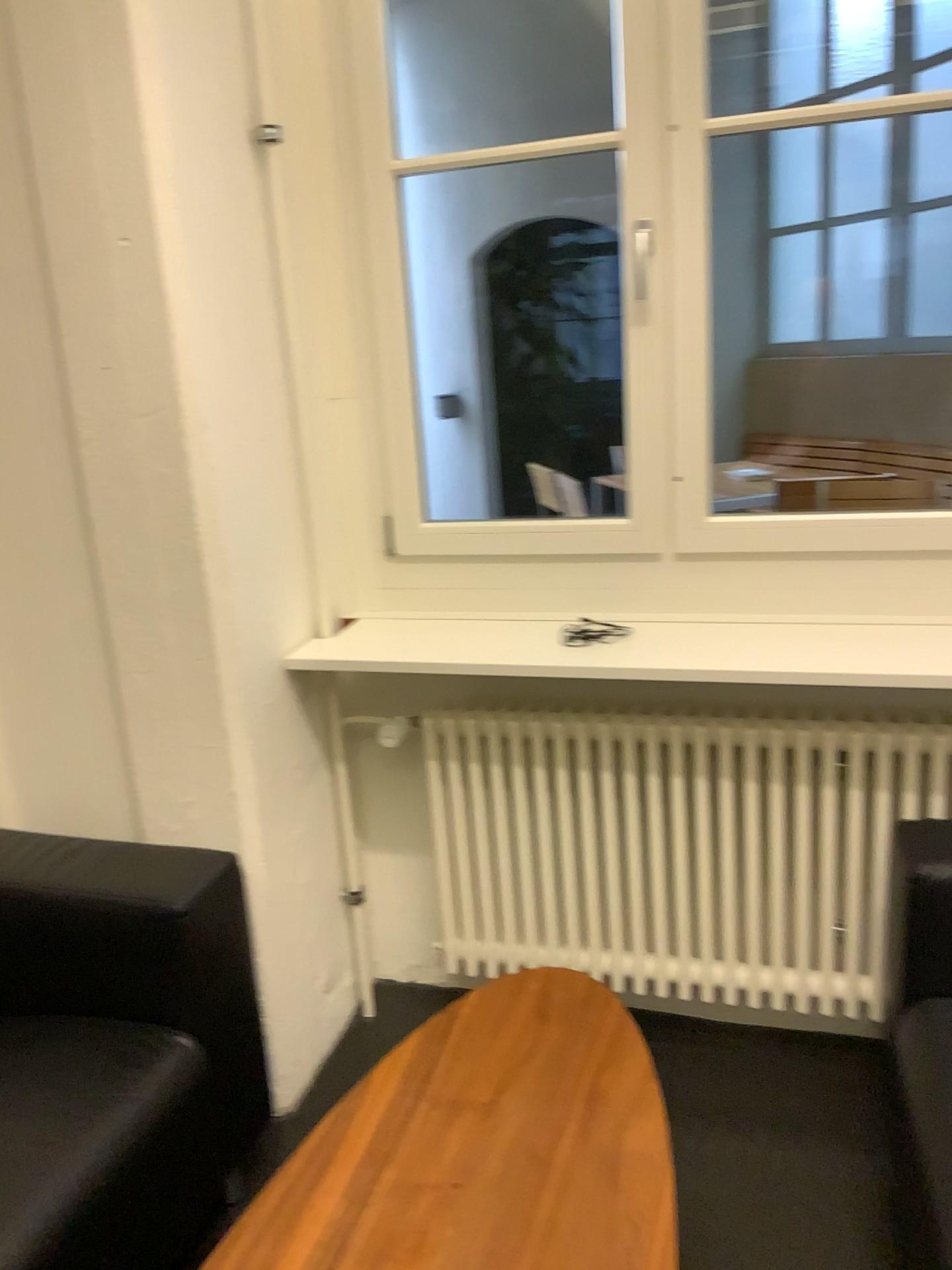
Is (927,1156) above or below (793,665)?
below

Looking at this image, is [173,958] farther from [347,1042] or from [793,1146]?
[793,1146]

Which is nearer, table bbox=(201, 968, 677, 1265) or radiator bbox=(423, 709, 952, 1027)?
table bbox=(201, 968, 677, 1265)

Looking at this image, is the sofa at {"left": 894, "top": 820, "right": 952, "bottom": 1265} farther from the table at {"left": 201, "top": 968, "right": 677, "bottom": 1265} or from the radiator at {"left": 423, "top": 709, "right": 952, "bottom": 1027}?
the table at {"left": 201, "top": 968, "right": 677, "bottom": 1265}

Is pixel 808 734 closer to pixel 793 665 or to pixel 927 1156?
pixel 793 665

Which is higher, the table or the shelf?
the shelf

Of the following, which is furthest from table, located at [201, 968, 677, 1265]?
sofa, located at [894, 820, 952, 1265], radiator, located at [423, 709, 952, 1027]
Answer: sofa, located at [894, 820, 952, 1265]

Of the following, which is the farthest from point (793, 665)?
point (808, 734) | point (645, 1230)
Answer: point (645, 1230)

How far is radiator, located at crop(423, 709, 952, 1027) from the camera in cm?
200
